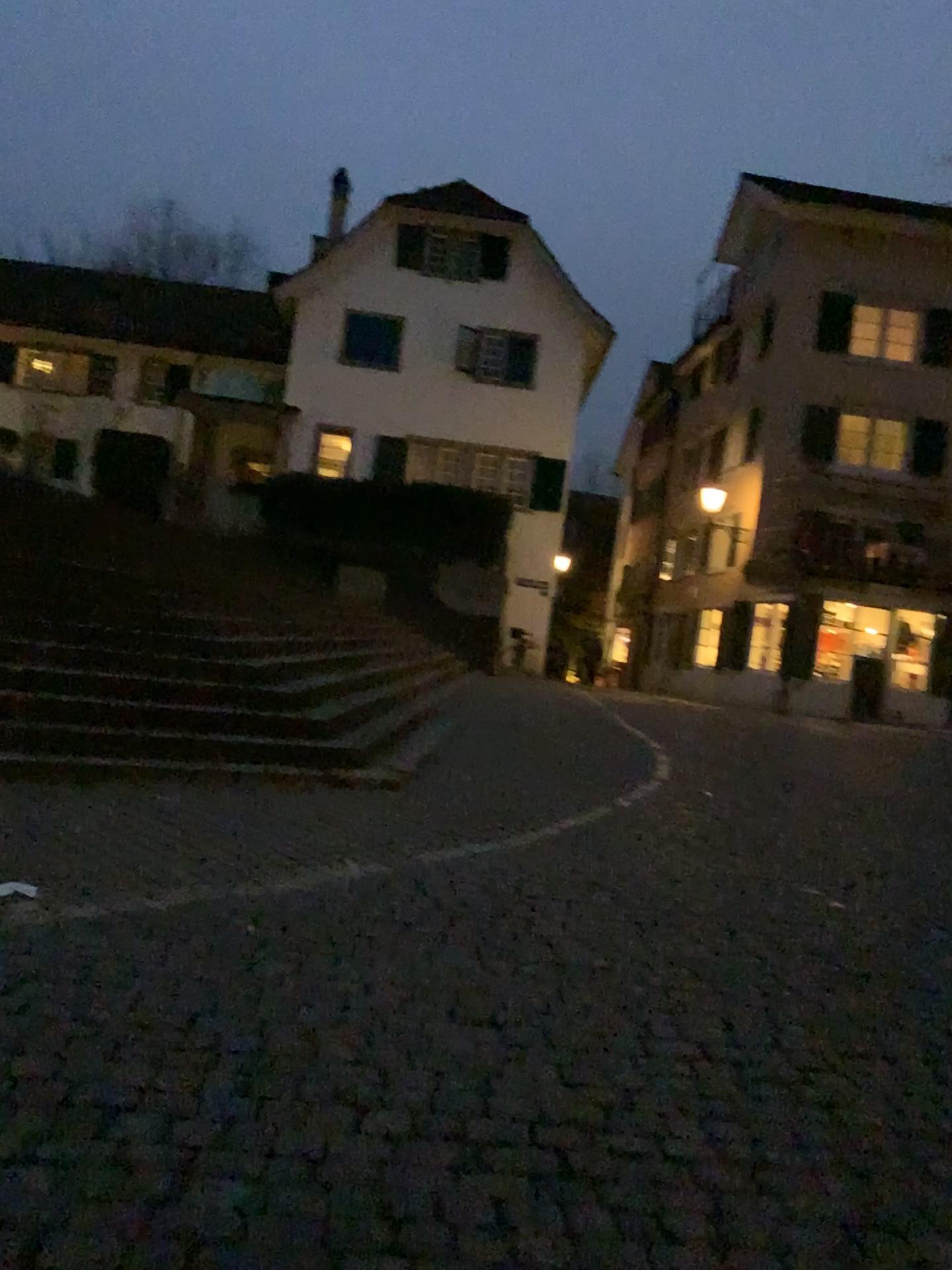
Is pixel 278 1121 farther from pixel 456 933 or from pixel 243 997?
pixel 456 933
